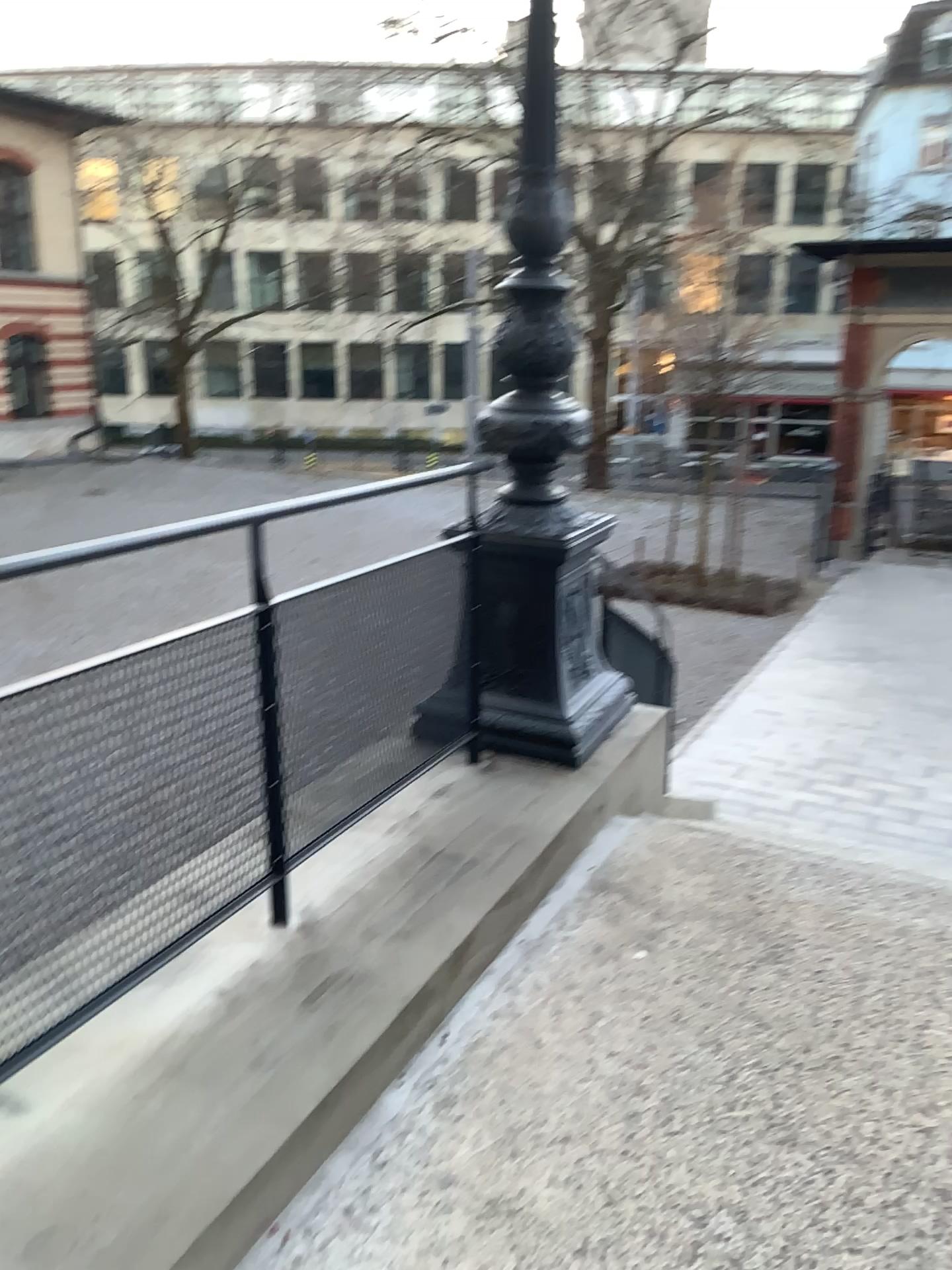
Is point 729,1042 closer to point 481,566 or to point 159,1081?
point 159,1081
